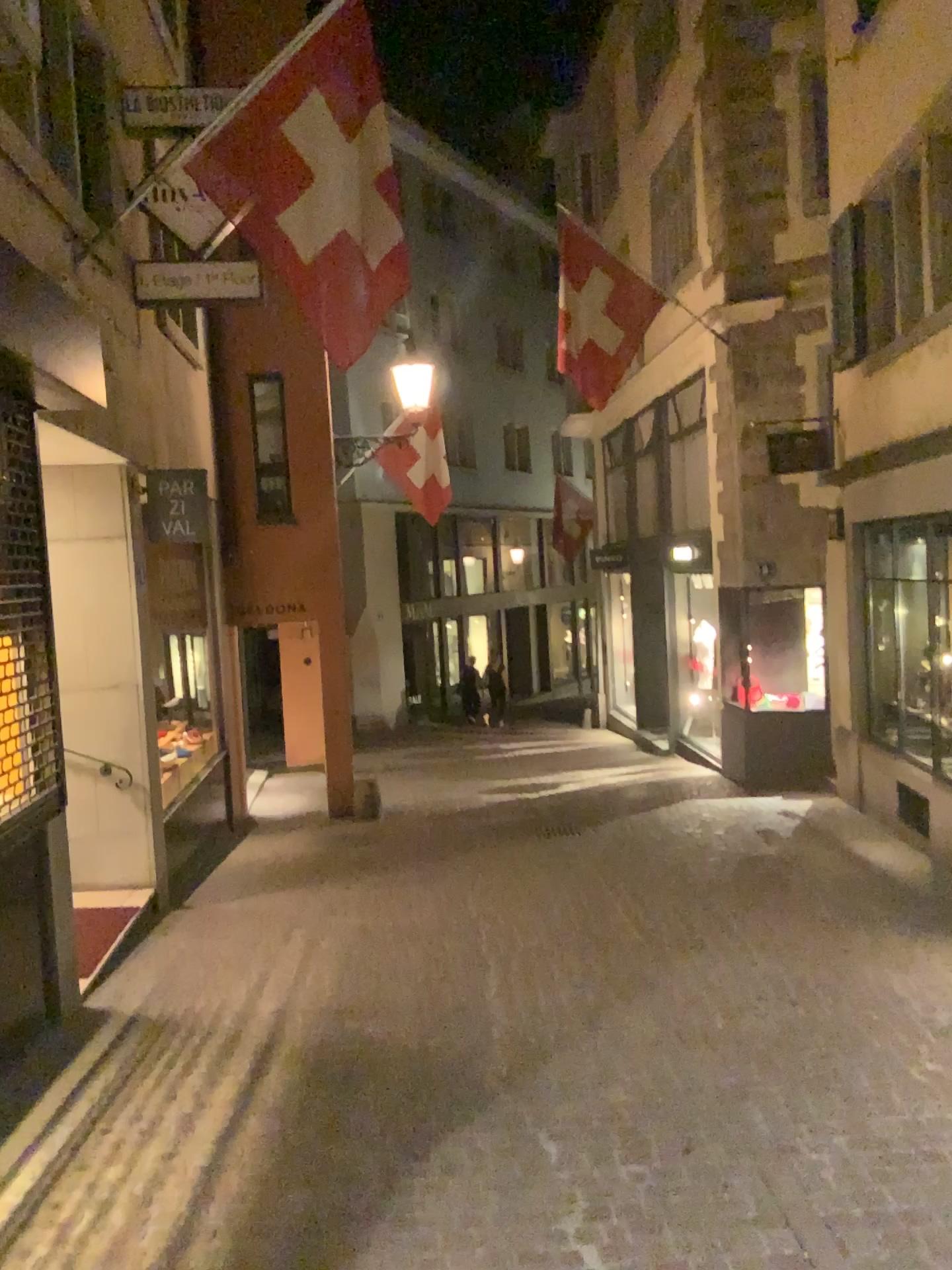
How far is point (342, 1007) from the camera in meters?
5.0 m
